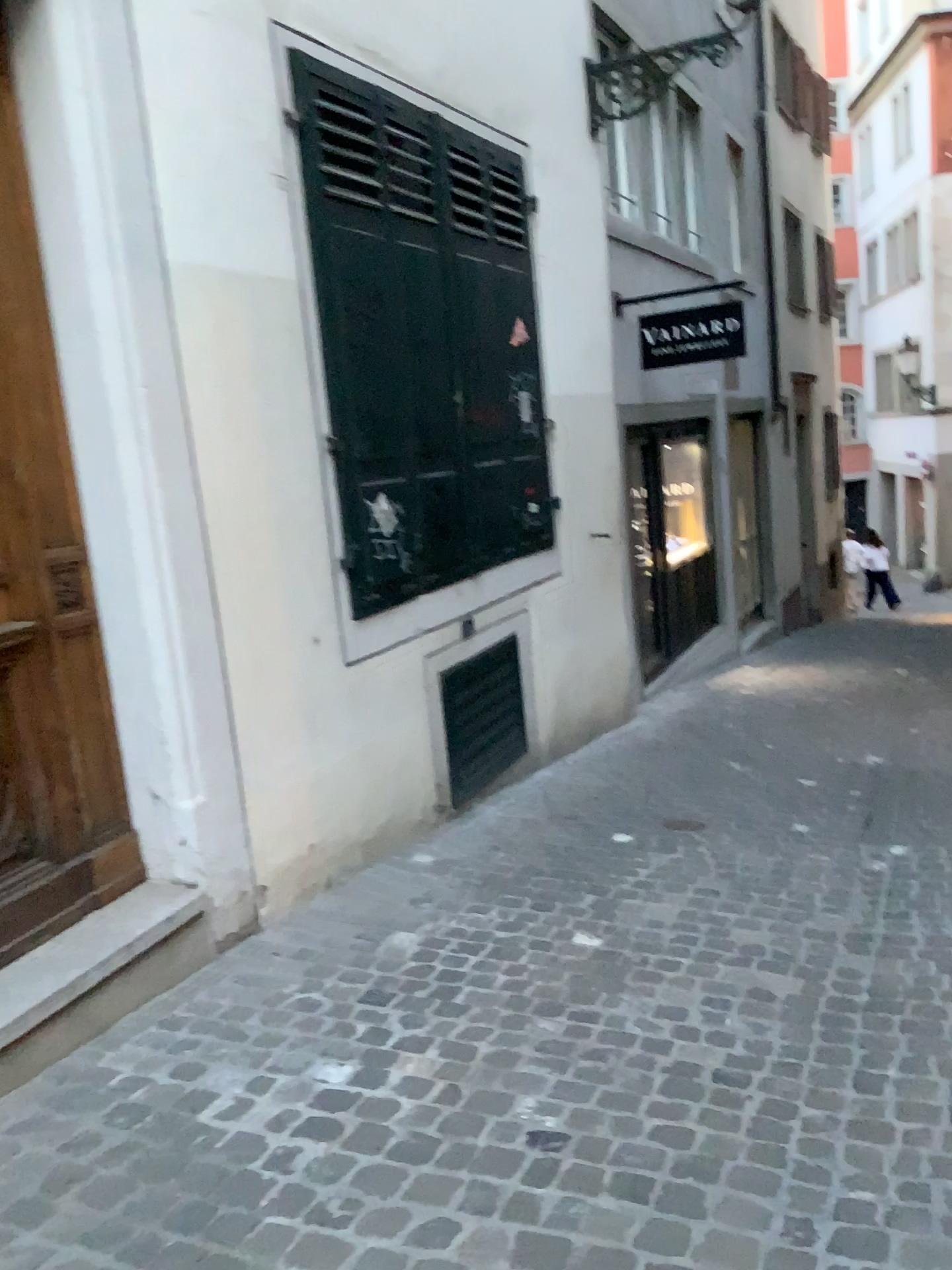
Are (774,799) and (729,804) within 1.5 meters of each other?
yes

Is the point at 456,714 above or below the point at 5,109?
below

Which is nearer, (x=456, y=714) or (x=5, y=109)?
(x=5, y=109)

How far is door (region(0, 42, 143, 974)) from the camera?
2.9m

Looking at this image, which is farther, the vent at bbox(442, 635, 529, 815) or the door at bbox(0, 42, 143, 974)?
the vent at bbox(442, 635, 529, 815)

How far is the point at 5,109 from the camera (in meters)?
2.86
